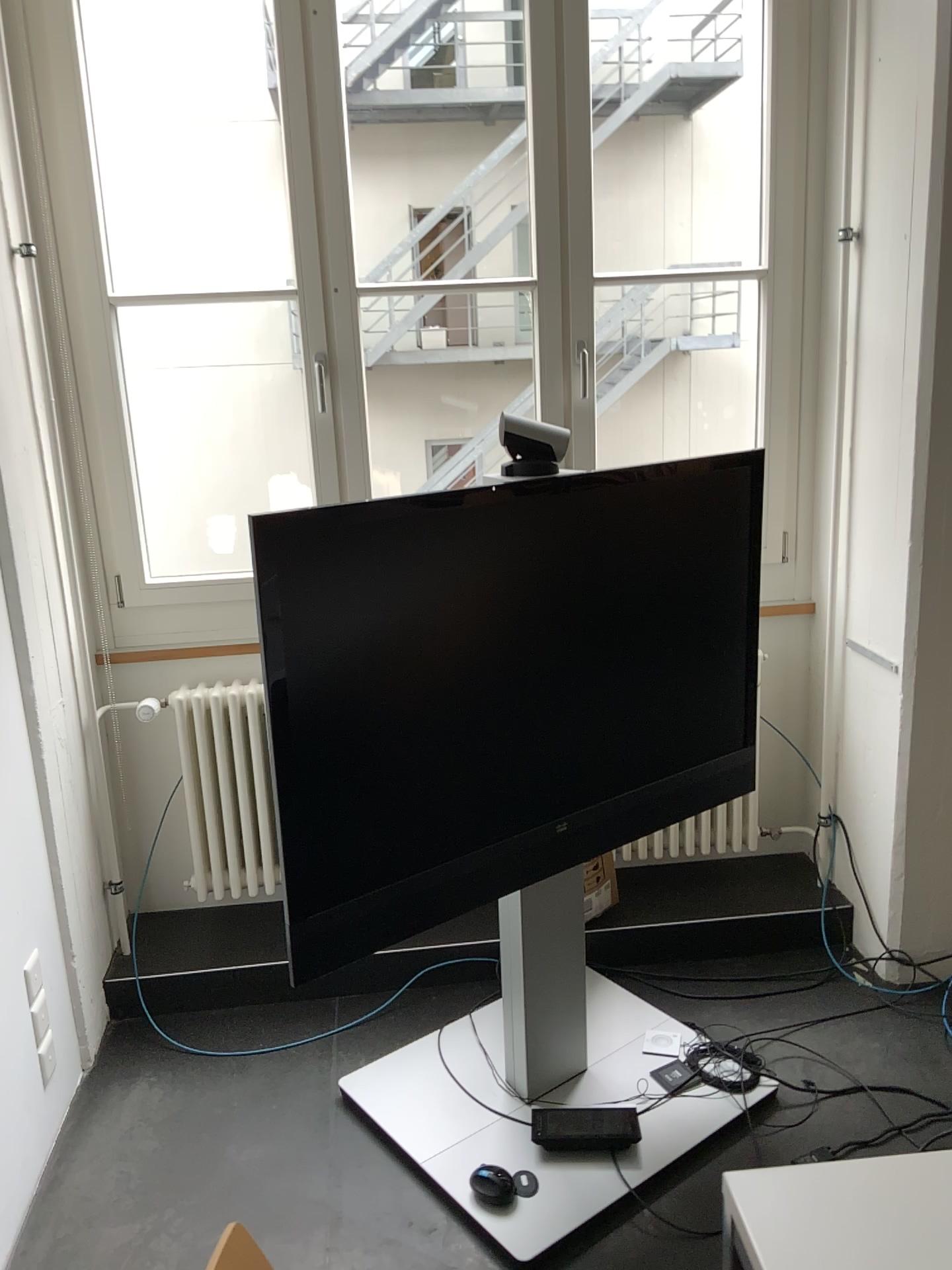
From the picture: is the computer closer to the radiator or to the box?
the box

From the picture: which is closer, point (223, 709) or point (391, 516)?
point (391, 516)

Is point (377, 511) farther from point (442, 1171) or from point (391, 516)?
point (442, 1171)

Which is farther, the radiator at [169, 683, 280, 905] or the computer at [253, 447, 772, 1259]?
the radiator at [169, 683, 280, 905]

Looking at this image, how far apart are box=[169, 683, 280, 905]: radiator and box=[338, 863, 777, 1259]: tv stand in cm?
73

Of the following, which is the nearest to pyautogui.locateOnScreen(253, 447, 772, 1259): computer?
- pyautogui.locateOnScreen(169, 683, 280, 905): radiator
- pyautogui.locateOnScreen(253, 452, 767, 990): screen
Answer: pyautogui.locateOnScreen(253, 452, 767, 990): screen

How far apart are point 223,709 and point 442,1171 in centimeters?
128cm

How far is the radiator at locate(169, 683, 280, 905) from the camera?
2.84m

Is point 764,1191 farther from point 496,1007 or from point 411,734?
point 496,1007

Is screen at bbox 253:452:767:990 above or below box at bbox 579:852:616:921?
above
